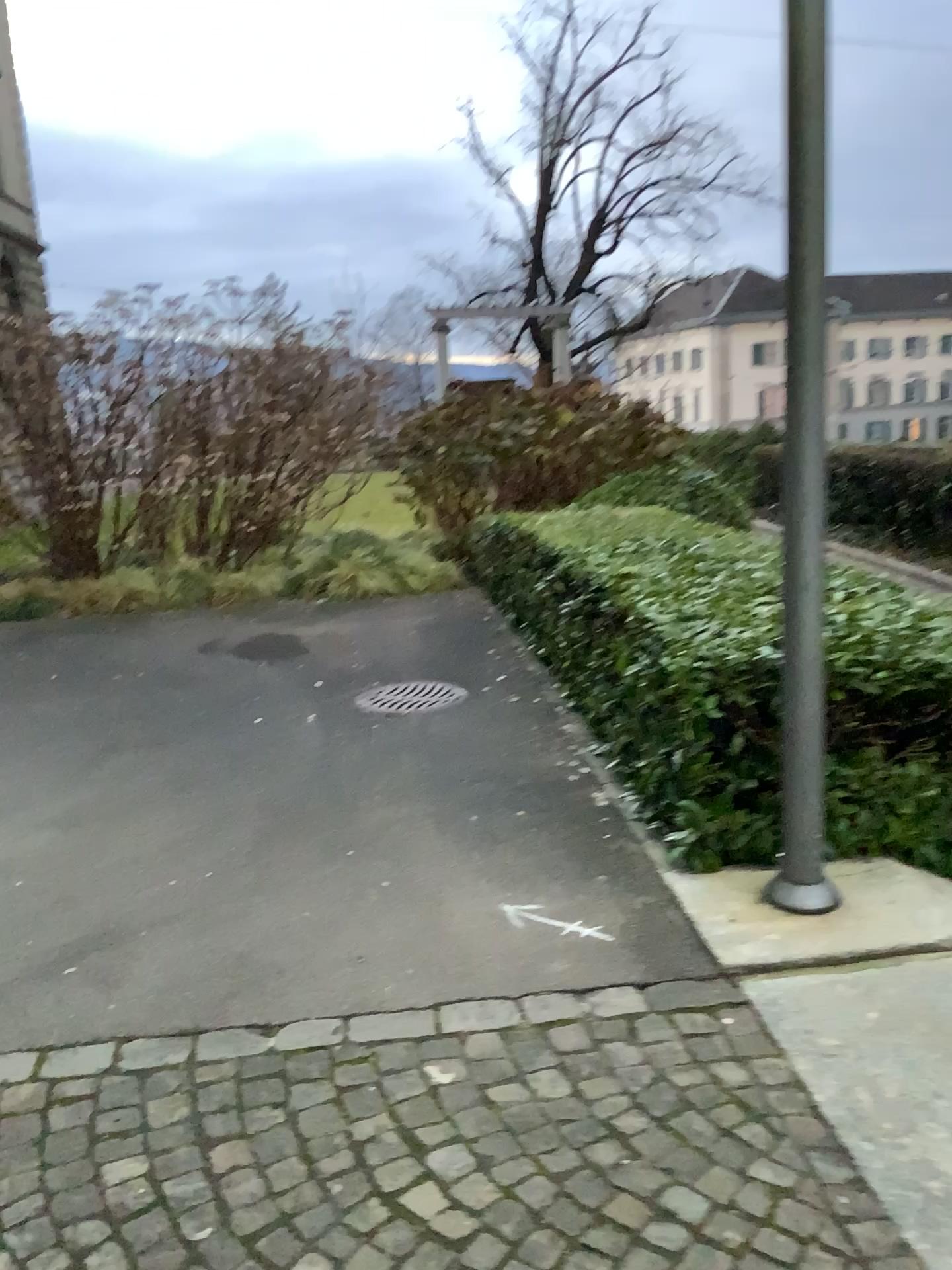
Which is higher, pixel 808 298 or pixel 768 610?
pixel 808 298

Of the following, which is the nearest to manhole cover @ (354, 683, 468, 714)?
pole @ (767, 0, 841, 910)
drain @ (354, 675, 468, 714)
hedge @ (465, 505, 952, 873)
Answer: drain @ (354, 675, 468, 714)

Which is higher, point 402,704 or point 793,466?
point 793,466

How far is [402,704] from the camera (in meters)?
5.42

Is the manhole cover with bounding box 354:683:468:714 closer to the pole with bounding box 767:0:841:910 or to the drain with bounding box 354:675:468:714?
the drain with bounding box 354:675:468:714

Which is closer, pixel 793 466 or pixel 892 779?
pixel 793 466

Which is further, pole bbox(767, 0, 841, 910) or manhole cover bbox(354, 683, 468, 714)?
manhole cover bbox(354, 683, 468, 714)

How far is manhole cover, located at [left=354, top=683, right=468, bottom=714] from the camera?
5.4 meters

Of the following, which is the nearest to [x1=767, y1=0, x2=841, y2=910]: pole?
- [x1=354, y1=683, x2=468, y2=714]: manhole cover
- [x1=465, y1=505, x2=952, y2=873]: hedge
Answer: [x1=465, y1=505, x2=952, y2=873]: hedge

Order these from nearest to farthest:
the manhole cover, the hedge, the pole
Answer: the pole
the hedge
the manhole cover
